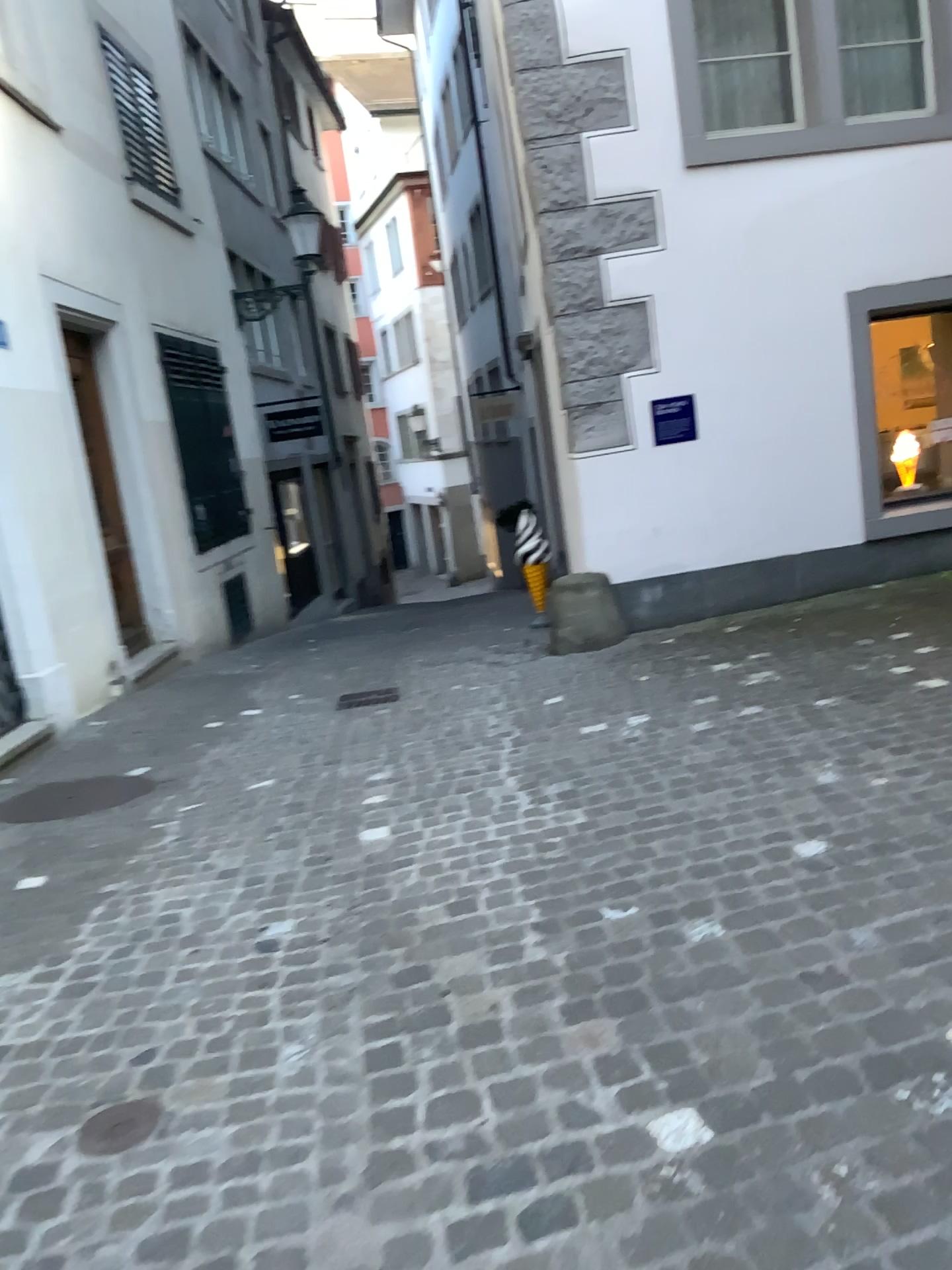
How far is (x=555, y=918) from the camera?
2.80m

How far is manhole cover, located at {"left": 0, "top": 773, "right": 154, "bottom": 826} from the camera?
4.62m

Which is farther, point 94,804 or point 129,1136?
point 94,804

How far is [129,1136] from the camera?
2.12m

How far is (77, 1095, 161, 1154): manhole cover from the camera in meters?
2.1 m

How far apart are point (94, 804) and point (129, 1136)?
2.7 meters

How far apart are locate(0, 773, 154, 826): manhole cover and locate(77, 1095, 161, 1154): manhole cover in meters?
2.5 m

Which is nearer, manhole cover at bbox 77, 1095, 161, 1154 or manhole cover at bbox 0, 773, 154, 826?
manhole cover at bbox 77, 1095, 161, 1154
